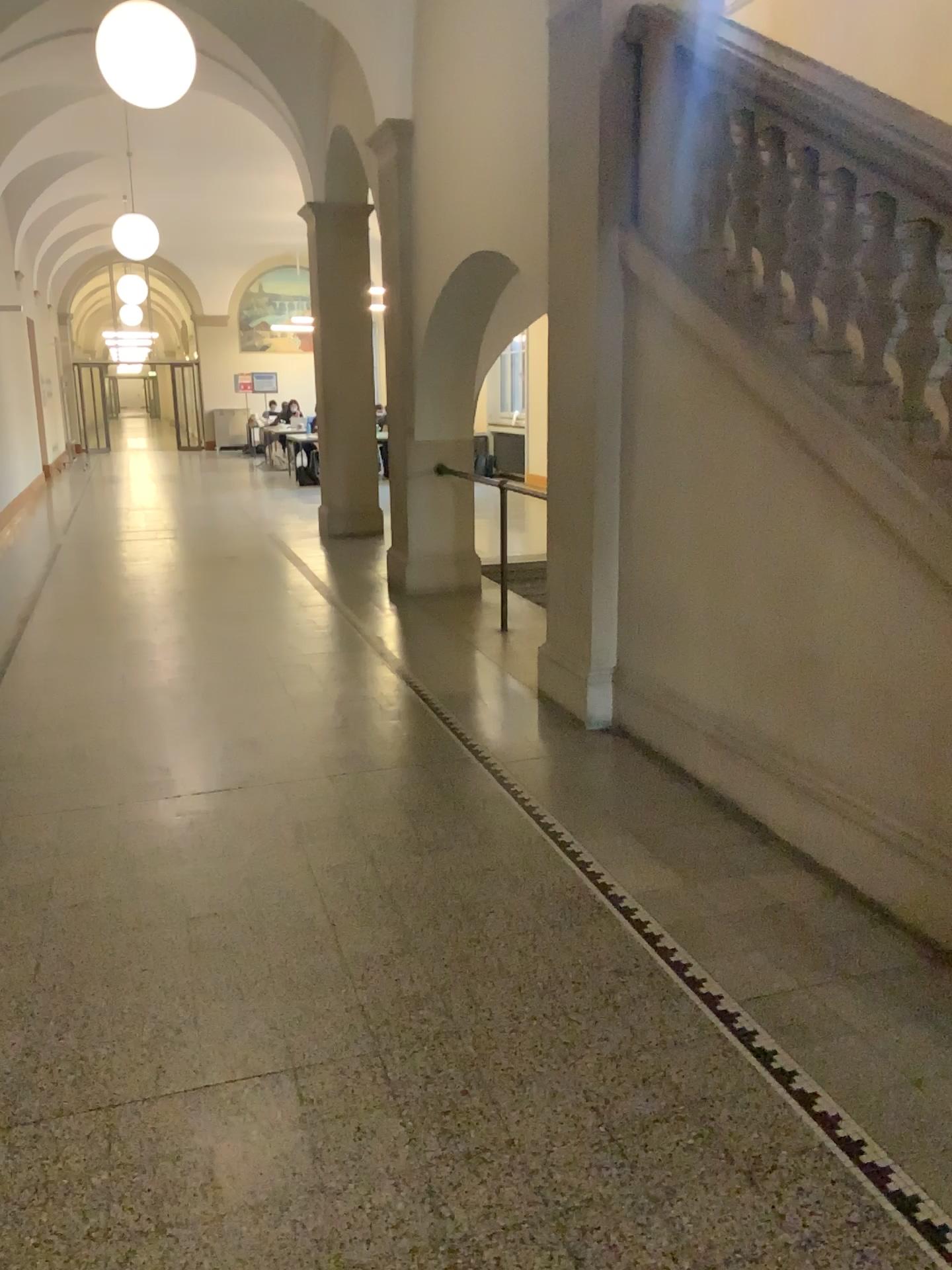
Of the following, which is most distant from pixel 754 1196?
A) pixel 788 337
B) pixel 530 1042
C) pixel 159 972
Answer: pixel 788 337
